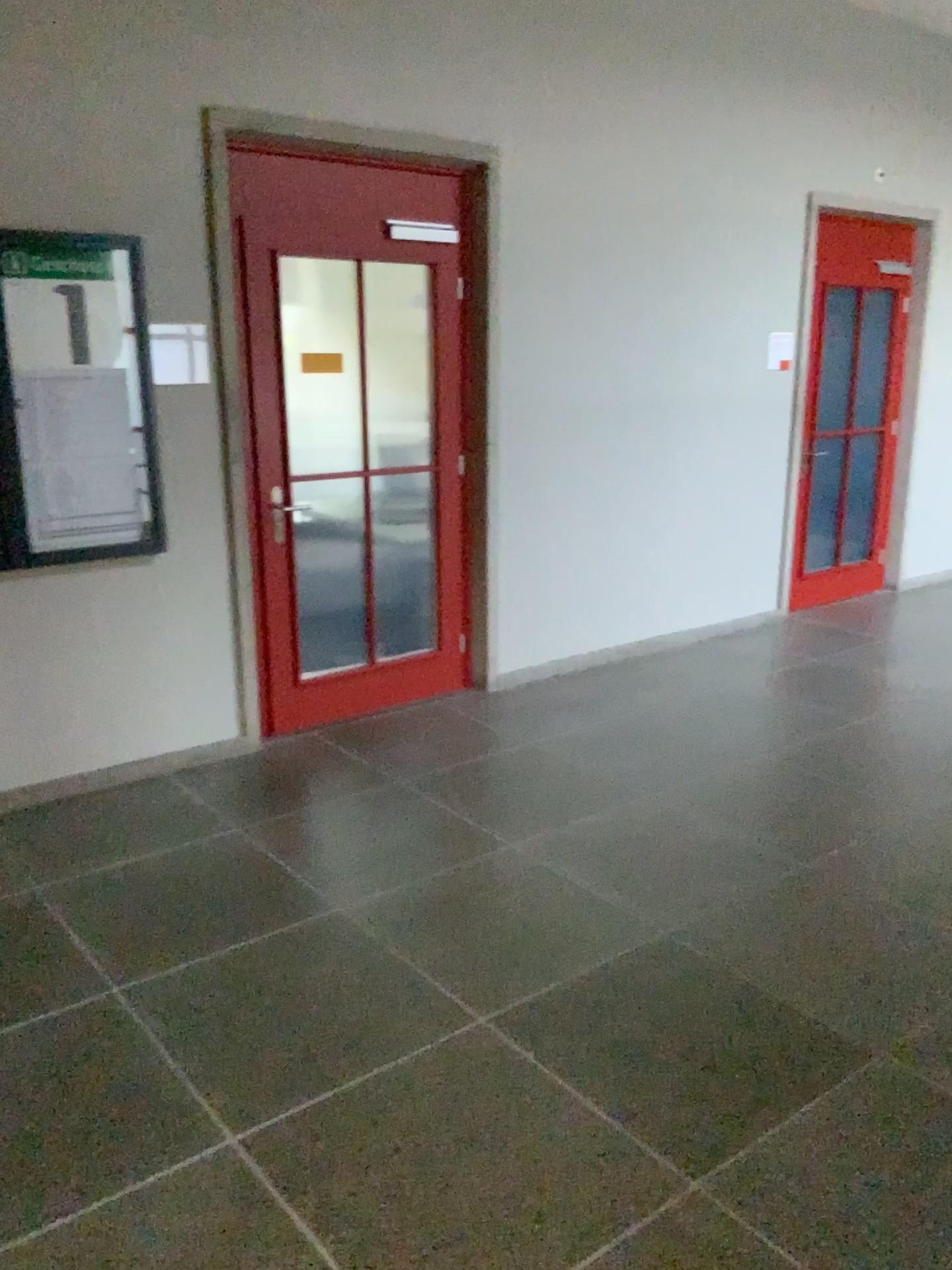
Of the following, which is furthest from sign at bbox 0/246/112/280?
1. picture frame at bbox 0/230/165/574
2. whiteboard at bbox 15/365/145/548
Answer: whiteboard at bbox 15/365/145/548

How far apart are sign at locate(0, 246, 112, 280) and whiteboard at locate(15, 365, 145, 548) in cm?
34

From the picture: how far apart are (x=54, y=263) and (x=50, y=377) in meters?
0.4 m

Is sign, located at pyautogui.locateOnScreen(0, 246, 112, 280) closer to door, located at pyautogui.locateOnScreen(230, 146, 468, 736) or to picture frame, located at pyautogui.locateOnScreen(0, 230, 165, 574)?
picture frame, located at pyautogui.locateOnScreen(0, 230, 165, 574)

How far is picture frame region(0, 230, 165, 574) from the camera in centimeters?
360cm

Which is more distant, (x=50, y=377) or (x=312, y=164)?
(x=312, y=164)

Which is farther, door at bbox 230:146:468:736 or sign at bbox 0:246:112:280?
door at bbox 230:146:468:736

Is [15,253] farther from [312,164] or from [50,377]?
[312,164]

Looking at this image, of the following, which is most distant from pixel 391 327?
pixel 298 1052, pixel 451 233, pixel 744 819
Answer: pixel 298 1052

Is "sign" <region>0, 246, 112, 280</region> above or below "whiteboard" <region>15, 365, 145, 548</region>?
above
